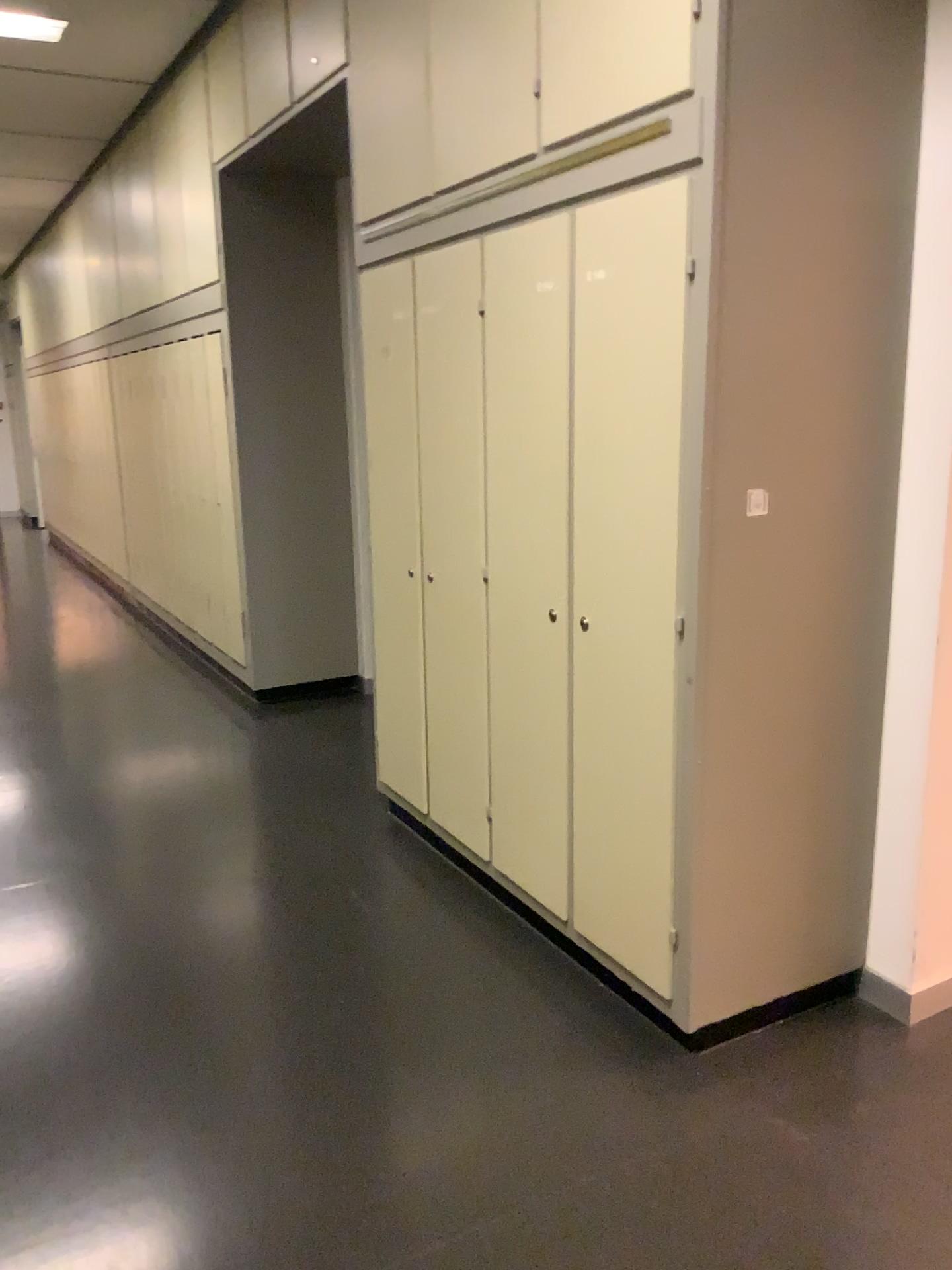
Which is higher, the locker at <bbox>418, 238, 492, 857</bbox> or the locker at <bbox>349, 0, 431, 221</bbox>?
the locker at <bbox>349, 0, 431, 221</bbox>

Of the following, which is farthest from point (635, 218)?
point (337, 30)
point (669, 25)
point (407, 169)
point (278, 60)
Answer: point (278, 60)

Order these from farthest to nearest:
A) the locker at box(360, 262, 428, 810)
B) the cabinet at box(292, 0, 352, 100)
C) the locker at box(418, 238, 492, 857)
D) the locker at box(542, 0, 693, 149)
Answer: the cabinet at box(292, 0, 352, 100), the locker at box(360, 262, 428, 810), the locker at box(418, 238, 492, 857), the locker at box(542, 0, 693, 149)

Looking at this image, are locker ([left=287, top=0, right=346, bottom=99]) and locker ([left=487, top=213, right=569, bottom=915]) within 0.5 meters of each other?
no

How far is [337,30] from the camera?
3.53m

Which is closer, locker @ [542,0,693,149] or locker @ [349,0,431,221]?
locker @ [542,0,693,149]

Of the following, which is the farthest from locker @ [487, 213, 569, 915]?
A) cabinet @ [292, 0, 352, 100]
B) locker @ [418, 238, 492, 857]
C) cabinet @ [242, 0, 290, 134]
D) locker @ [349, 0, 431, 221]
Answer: cabinet @ [242, 0, 290, 134]

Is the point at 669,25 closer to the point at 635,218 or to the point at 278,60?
the point at 635,218

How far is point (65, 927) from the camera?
2.9 meters

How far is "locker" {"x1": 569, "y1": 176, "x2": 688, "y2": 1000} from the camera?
2.1m
